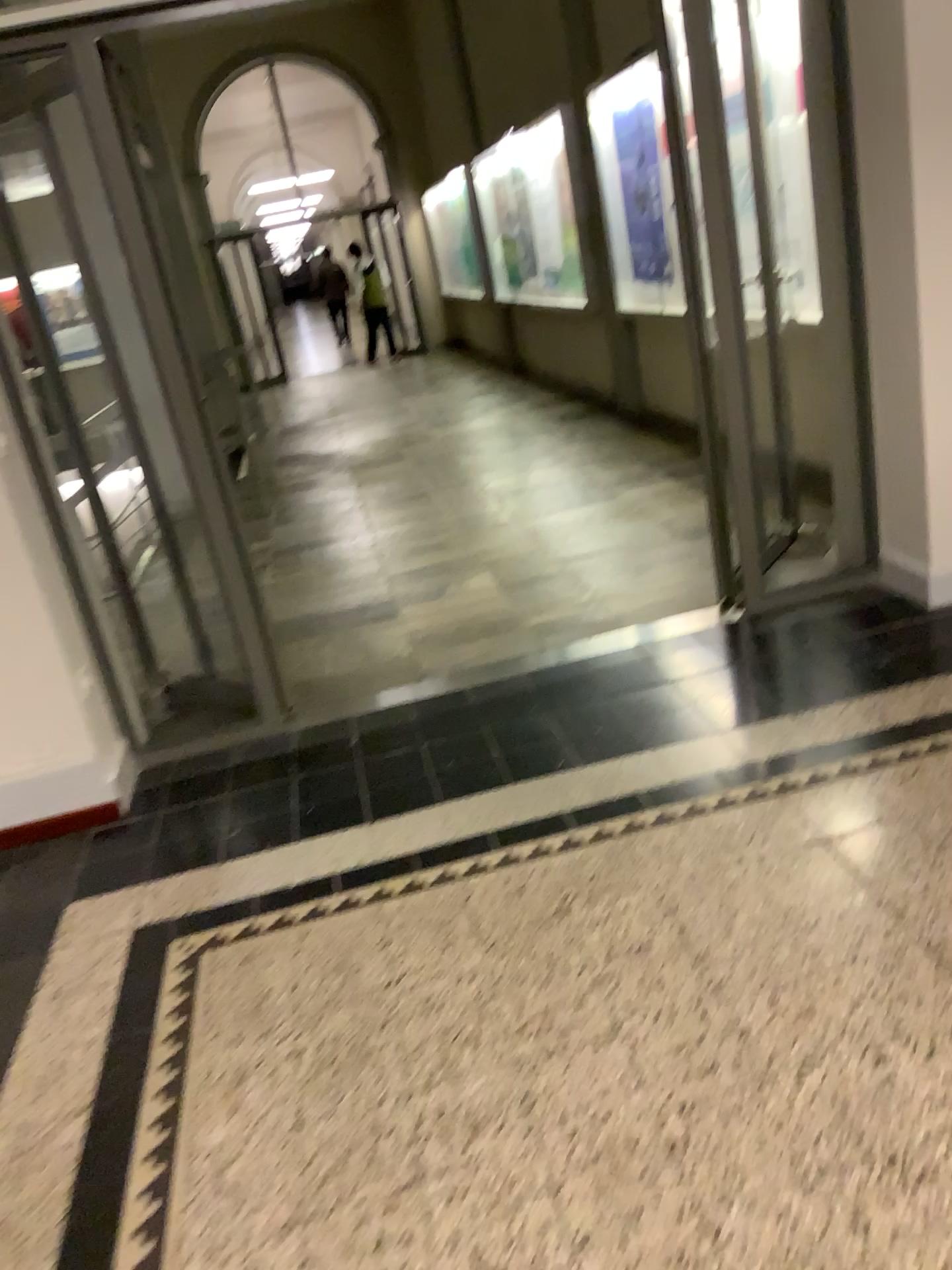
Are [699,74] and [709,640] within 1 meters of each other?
no
